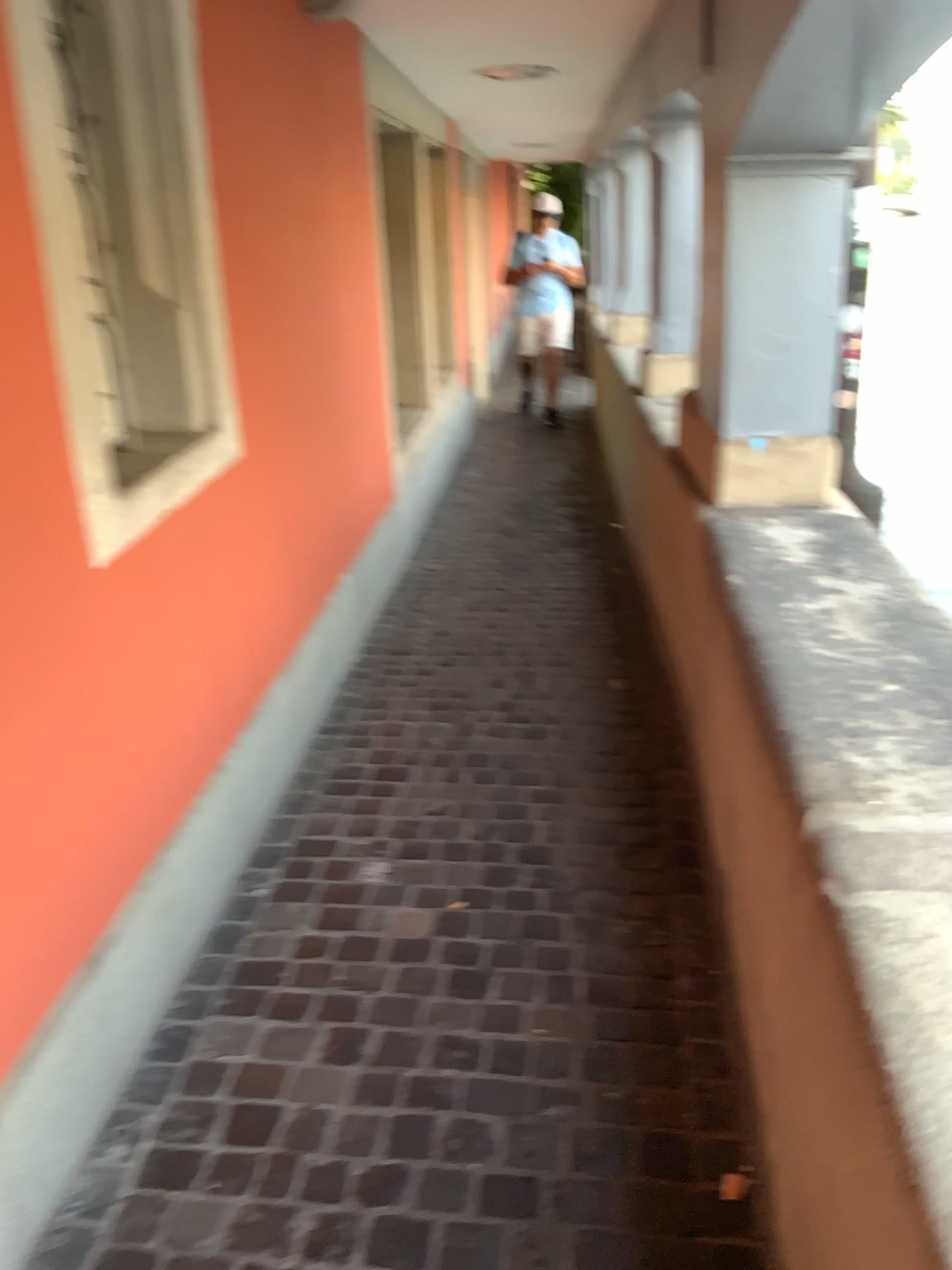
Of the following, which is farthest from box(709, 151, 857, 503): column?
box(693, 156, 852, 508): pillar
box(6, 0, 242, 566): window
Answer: box(6, 0, 242, 566): window

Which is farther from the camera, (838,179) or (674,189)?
(674,189)

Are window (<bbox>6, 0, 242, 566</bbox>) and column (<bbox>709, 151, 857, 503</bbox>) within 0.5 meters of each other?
no

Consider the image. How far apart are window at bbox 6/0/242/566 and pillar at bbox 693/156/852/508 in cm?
124

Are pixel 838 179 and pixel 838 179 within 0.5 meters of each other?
yes

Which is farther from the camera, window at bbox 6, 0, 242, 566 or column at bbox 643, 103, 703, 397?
column at bbox 643, 103, 703, 397

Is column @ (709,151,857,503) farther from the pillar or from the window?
the window

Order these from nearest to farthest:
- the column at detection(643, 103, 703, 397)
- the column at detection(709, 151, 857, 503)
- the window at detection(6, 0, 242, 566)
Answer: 1. the window at detection(6, 0, 242, 566)
2. the column at detection(709, 151, 857, 503)
3. the column at detection(643, 103, 703, 397)

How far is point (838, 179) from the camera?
2.63m

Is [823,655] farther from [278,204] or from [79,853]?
[278,204]
